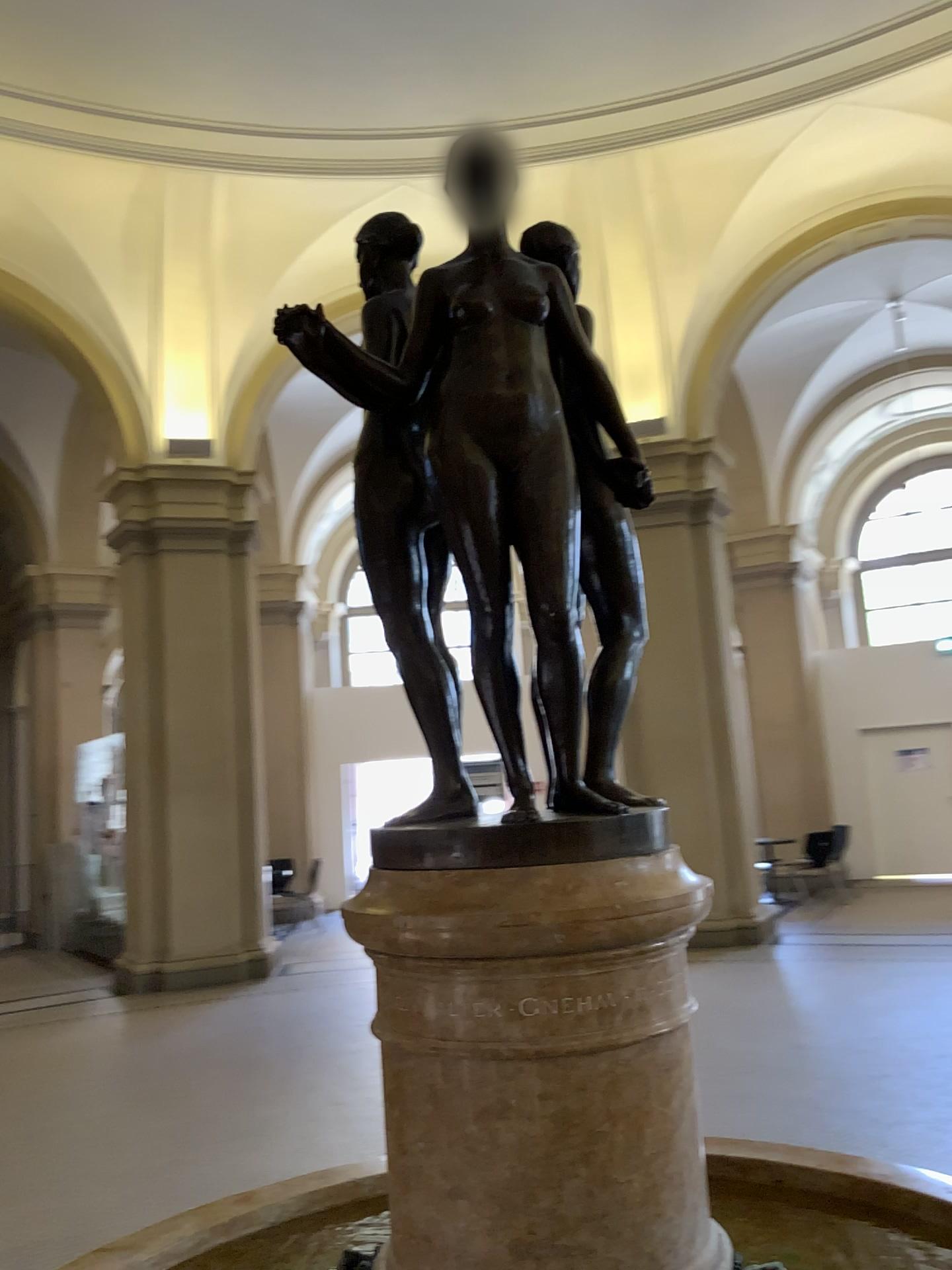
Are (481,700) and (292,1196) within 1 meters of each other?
no

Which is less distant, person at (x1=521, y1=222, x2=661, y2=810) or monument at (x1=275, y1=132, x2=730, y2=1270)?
monument at (x1=275, y1=132, x2=730, y2=1270)

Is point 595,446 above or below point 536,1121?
above

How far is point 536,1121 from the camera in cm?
131

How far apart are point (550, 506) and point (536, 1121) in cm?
78

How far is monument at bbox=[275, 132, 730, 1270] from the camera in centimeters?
131cm

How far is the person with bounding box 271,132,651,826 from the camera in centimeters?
143cm

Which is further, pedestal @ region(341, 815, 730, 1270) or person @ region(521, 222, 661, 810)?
person @ region(521, 222, 661, 810)

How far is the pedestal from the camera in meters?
1.3
